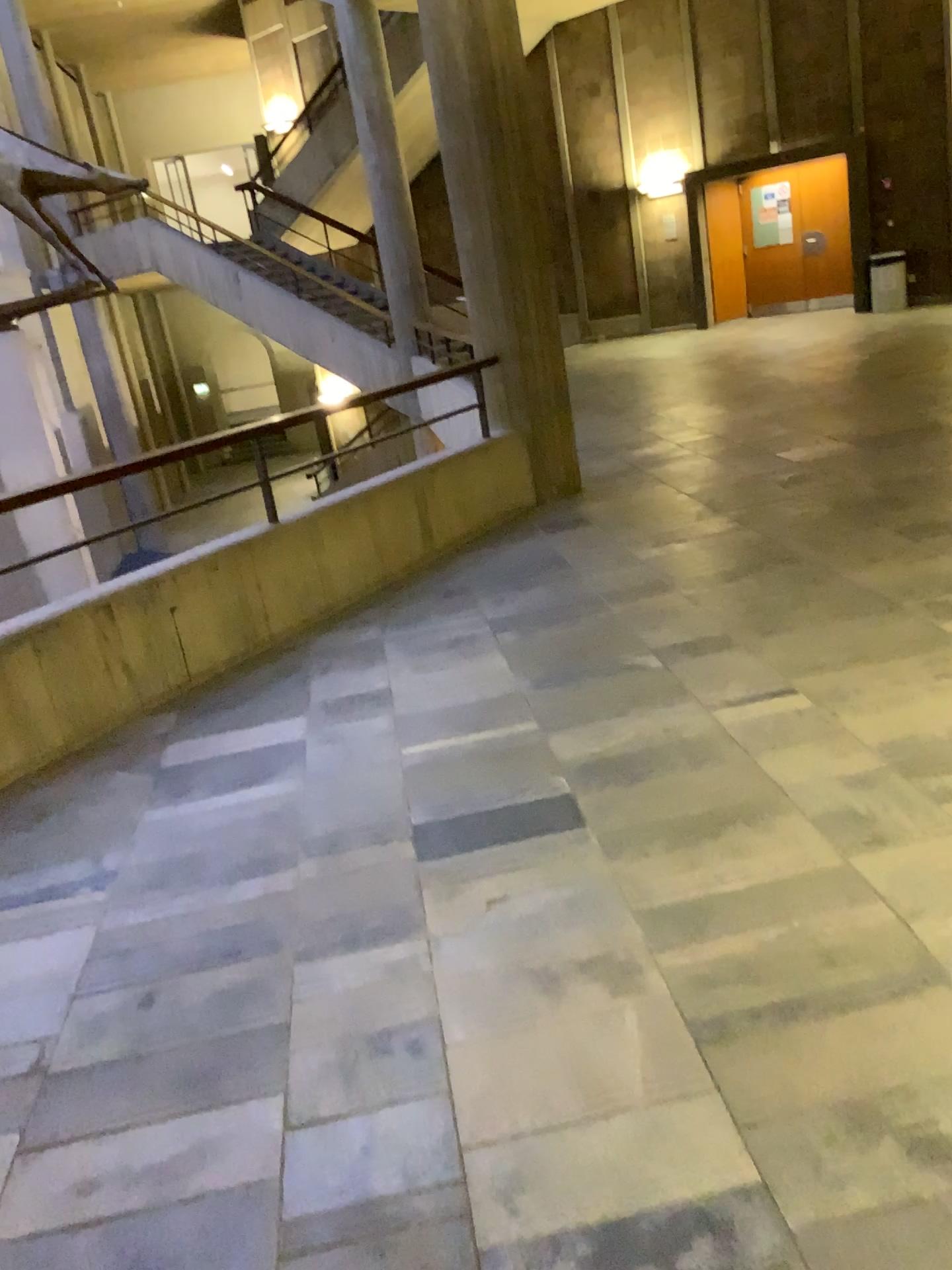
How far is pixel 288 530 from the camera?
4.7 meters
